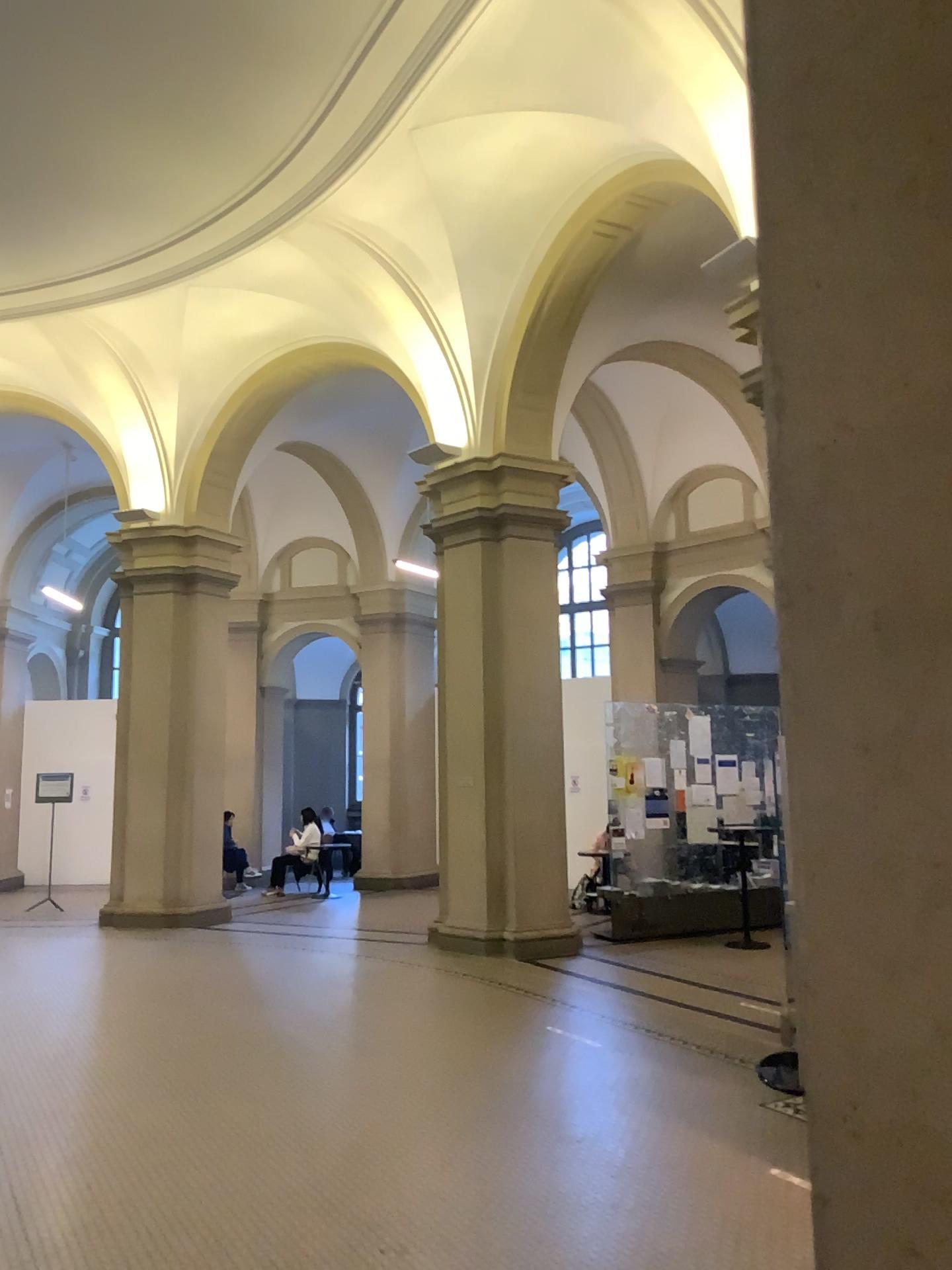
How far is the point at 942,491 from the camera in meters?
1.1

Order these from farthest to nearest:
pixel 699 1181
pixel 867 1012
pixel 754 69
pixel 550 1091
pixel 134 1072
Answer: pixel 134 1072 < pixel 550 1091 < pixel 699 1181 < pixel 754 69 < pixel 867 1012

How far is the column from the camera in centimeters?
105cm
